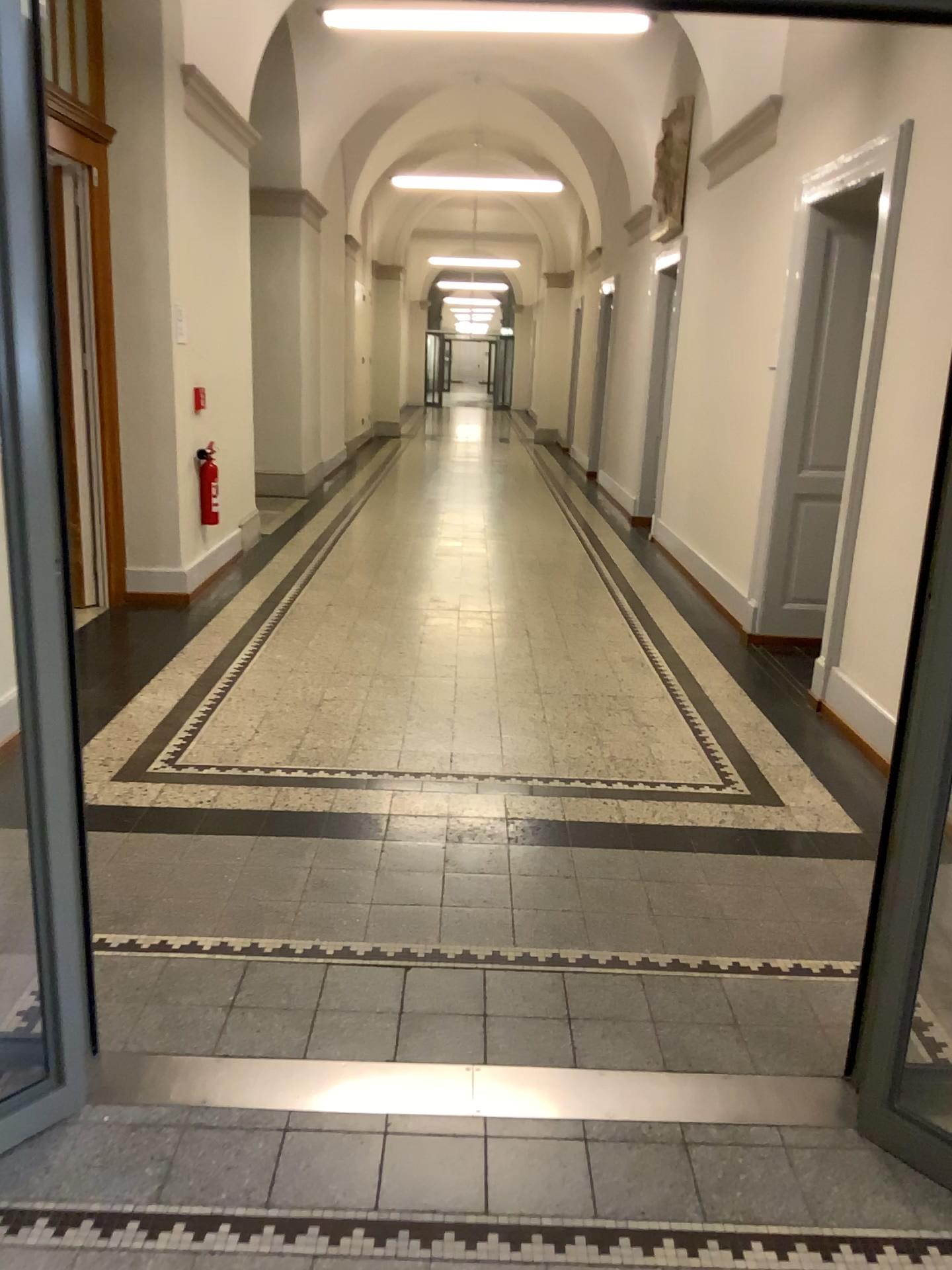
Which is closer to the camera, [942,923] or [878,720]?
[942,923]

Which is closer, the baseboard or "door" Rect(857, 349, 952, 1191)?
"door" Rect(857, 349, 952, 1191)

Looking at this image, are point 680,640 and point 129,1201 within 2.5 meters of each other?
no

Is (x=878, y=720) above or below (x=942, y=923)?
below
